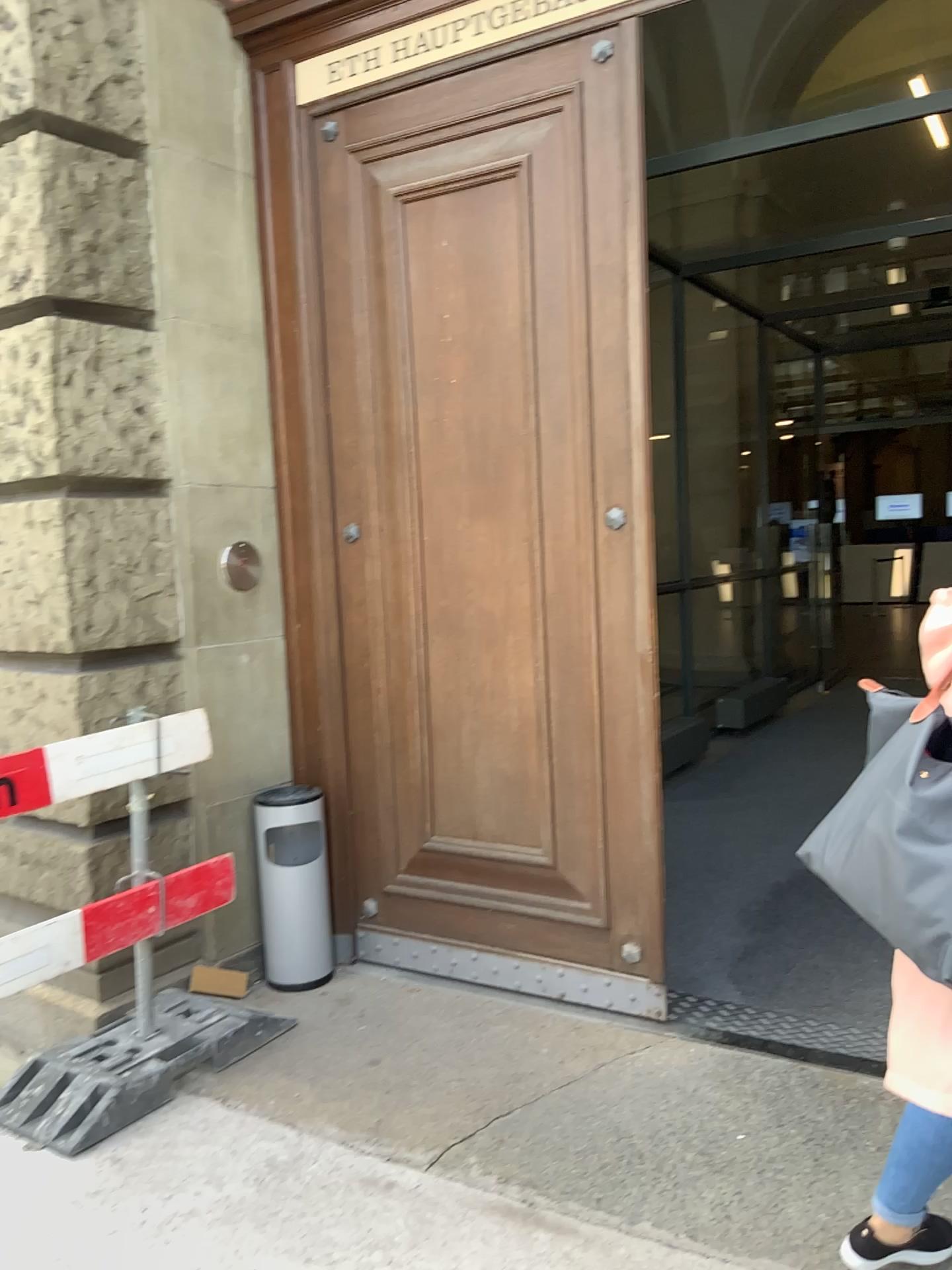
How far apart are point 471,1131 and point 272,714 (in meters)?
1.52

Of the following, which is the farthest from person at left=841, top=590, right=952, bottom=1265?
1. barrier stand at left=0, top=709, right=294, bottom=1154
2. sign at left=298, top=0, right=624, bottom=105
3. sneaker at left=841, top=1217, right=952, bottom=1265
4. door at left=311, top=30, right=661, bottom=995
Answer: sign at left=298, top=0, right=624, bottom=105

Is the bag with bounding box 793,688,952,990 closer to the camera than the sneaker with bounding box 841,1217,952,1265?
Yes

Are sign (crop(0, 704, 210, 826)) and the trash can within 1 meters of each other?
yes

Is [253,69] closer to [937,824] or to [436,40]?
[436,40]

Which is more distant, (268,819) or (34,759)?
(268,819)

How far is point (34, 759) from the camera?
2.6 meters

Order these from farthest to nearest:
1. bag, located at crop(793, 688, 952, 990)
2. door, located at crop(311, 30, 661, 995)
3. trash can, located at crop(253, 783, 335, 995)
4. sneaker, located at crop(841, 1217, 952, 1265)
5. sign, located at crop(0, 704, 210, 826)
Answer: trash can, located at crop(253, 783, 335, 995) < door, located at crop(311, 30, 661, 995) < sign, located at crop(0, 704, 210, 826) < sneaker, located at crop(841, 1217, 952, 1265) < bag, located at crop(793, 688, 952, 990)

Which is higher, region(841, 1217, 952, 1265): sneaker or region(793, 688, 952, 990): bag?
region(793, 688, 952, 990): bag

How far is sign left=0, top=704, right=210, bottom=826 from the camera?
2.60m
